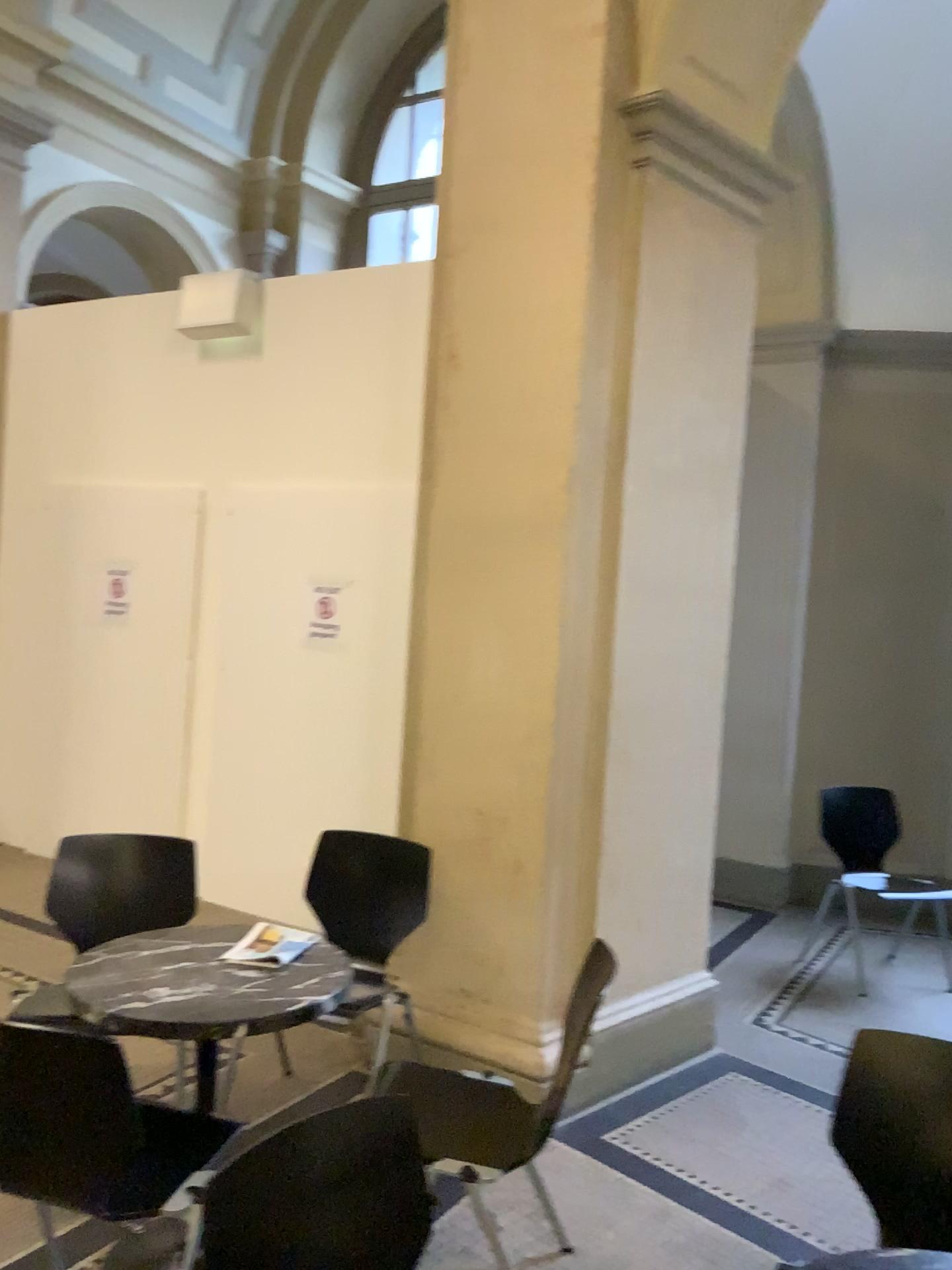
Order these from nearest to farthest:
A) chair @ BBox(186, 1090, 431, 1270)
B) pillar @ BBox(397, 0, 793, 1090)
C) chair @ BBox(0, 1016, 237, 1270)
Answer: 1. chair @ BBox(186, 1090, 431, 1270)
2. chair @ BBox(0, 1016, 237, 1270)
3. pillar @ BBox(397, 0, 793, 1090)

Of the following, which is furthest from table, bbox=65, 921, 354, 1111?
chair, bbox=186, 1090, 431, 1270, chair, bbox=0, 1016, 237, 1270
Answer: chair, bbox=186, 1090, 431, 1270

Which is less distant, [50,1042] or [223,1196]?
[223,1196]

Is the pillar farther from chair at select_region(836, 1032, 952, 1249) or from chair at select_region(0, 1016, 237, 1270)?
chair at select_region(0, 1016, 237, 1270)

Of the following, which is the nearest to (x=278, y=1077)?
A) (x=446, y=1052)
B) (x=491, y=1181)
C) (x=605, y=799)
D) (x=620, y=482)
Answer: (x=446, y=1052)

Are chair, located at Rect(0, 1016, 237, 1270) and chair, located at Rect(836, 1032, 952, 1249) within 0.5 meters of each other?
no

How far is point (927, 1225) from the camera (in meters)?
1.98

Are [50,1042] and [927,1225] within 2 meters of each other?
yes

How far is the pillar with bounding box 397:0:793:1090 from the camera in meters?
3.3

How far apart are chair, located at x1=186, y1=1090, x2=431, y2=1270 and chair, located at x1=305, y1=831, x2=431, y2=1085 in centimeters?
167cm
